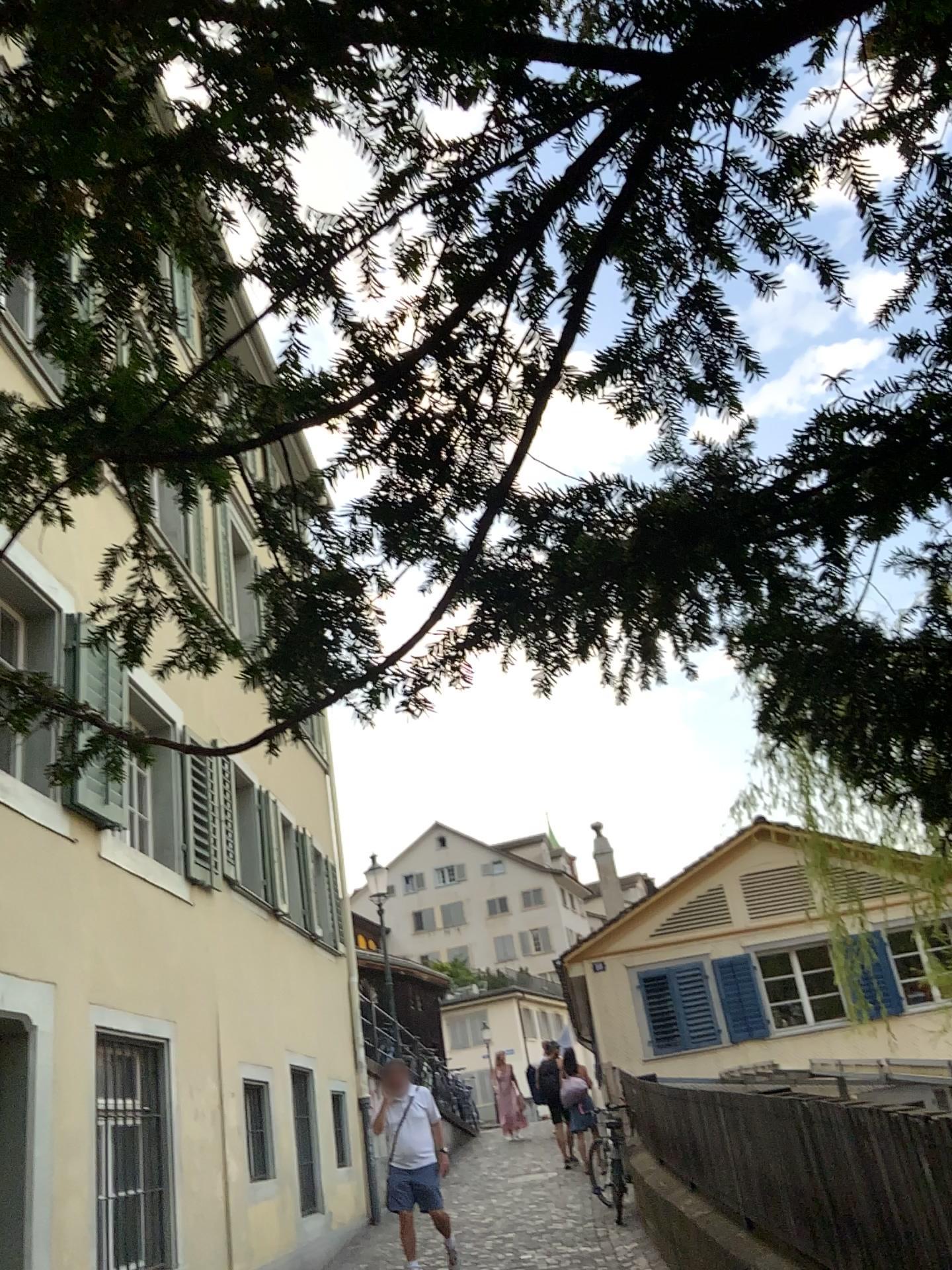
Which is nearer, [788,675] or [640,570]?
[640,570]
